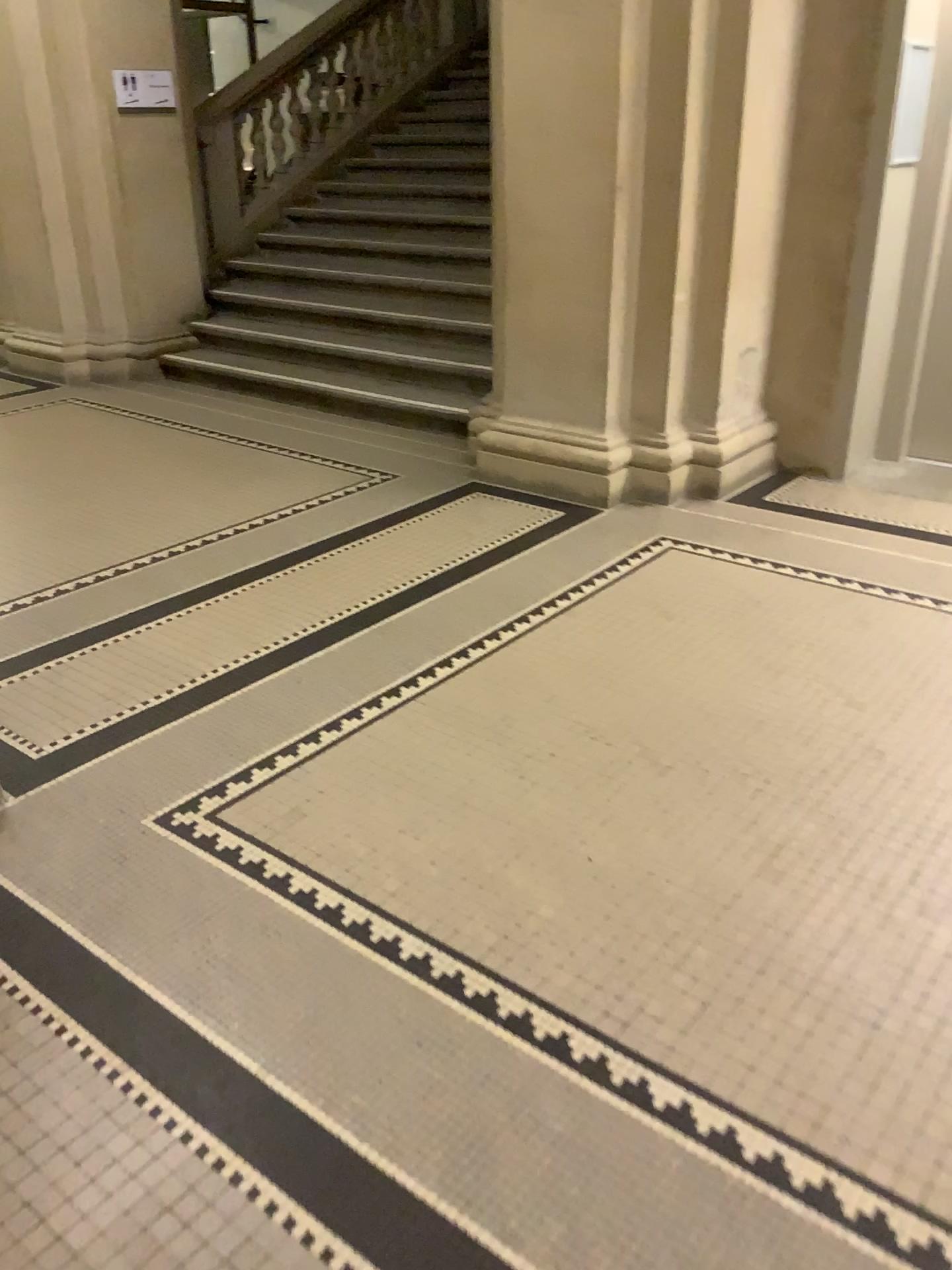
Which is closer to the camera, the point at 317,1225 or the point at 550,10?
the point at 317,1225

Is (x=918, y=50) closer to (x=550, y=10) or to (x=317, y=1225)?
(x=550, y=10)

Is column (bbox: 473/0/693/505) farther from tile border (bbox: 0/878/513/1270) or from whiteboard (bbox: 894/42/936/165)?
tile border (bbox: 0/878/513/1270)

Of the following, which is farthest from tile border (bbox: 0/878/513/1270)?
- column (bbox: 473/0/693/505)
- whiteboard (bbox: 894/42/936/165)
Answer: whiteboard (bbox: 894/42/936/165)

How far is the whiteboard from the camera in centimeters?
433cm

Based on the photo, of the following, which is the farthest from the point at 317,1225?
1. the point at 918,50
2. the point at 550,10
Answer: the point at 918,50

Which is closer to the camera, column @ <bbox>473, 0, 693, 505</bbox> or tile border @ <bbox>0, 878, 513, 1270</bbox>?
tile border @ <bbox>0, 878, 513, 1270</bbox>

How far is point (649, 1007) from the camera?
1.9 meters

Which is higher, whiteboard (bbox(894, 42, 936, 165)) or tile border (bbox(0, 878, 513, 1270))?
whiteboard (bbox(894, 42, 936, 165))
